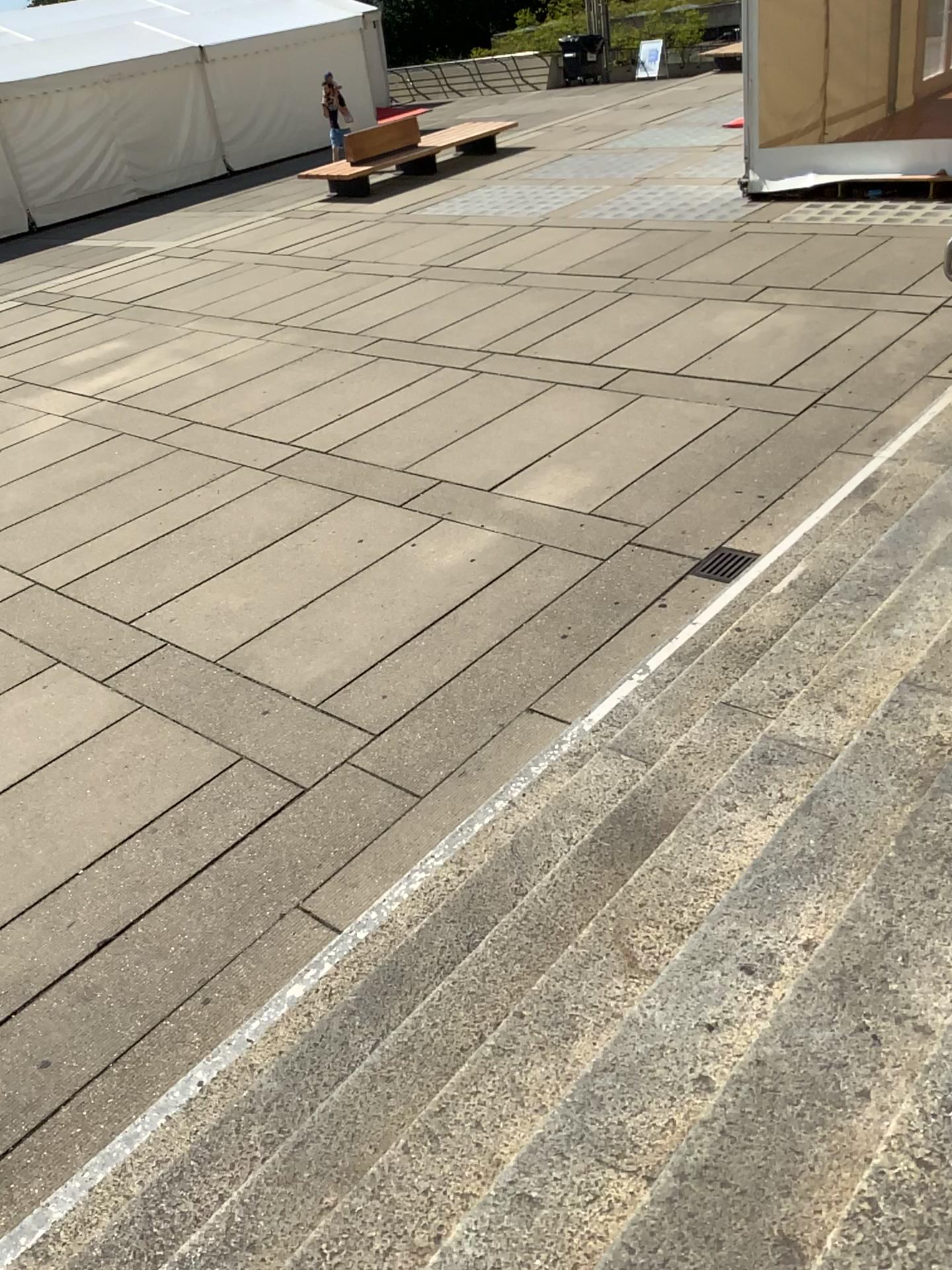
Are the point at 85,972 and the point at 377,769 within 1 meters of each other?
no
